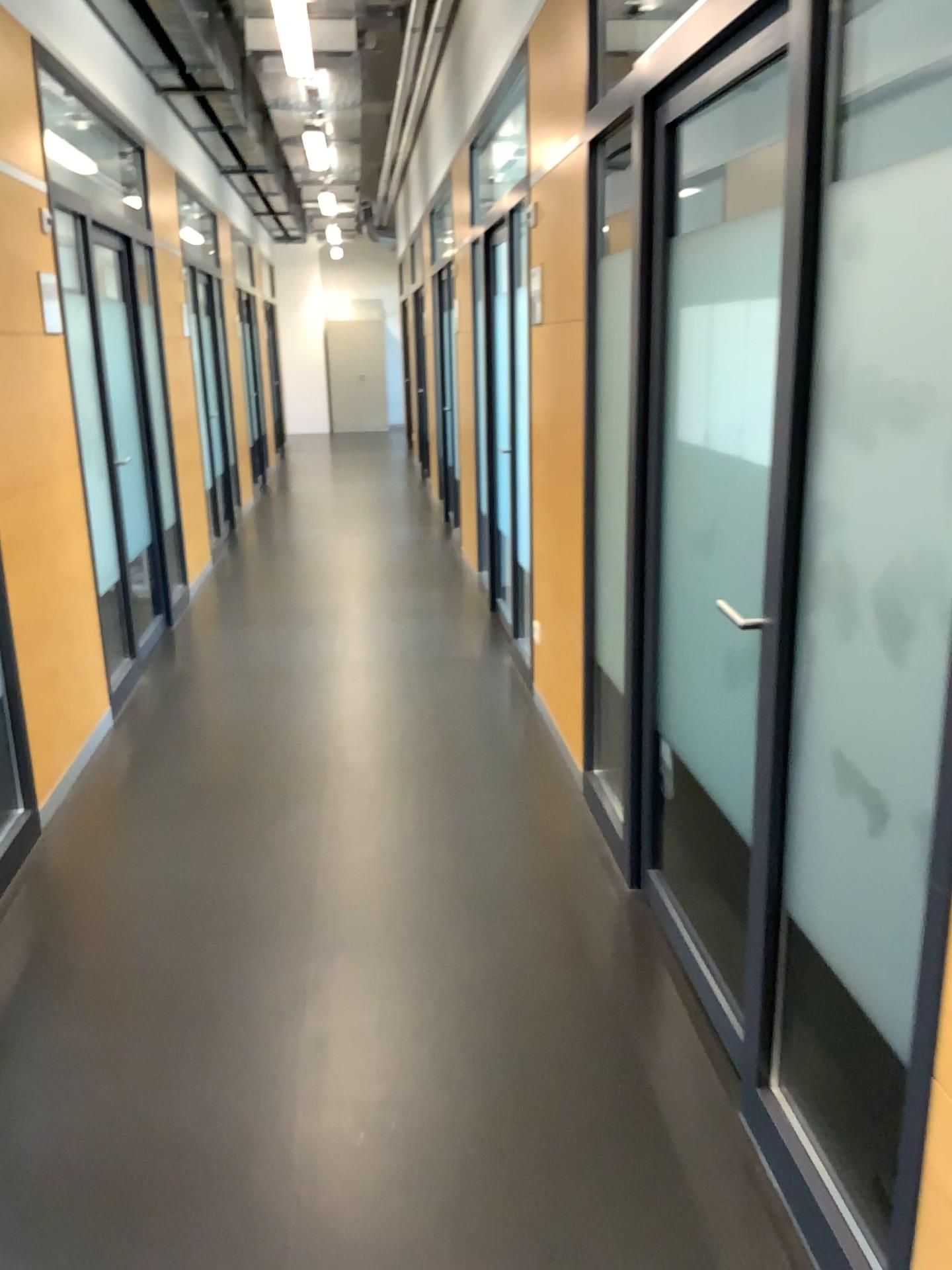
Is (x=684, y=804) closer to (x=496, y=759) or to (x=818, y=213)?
(x=496, y=759)
